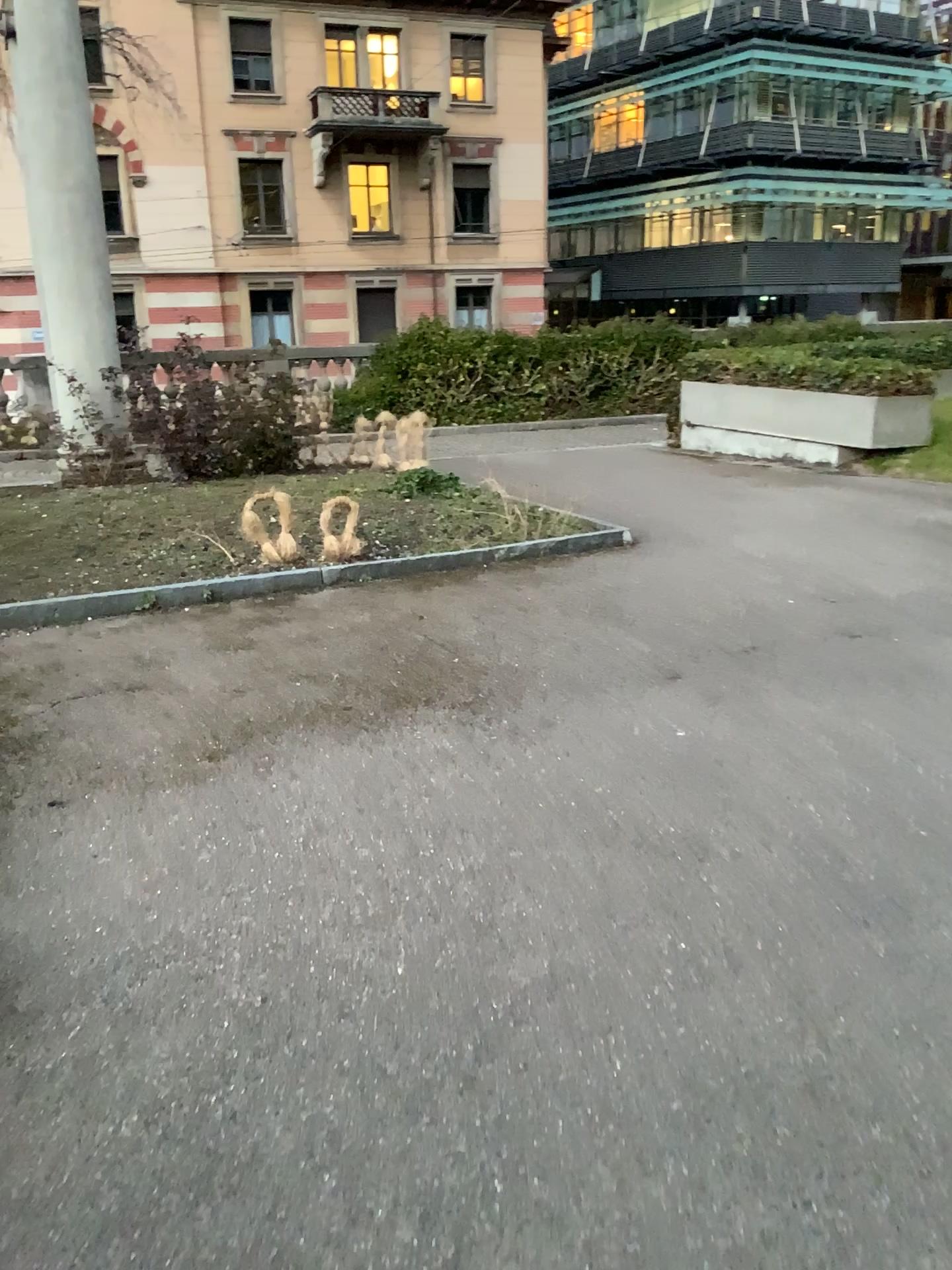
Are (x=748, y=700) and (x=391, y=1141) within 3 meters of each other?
yes
